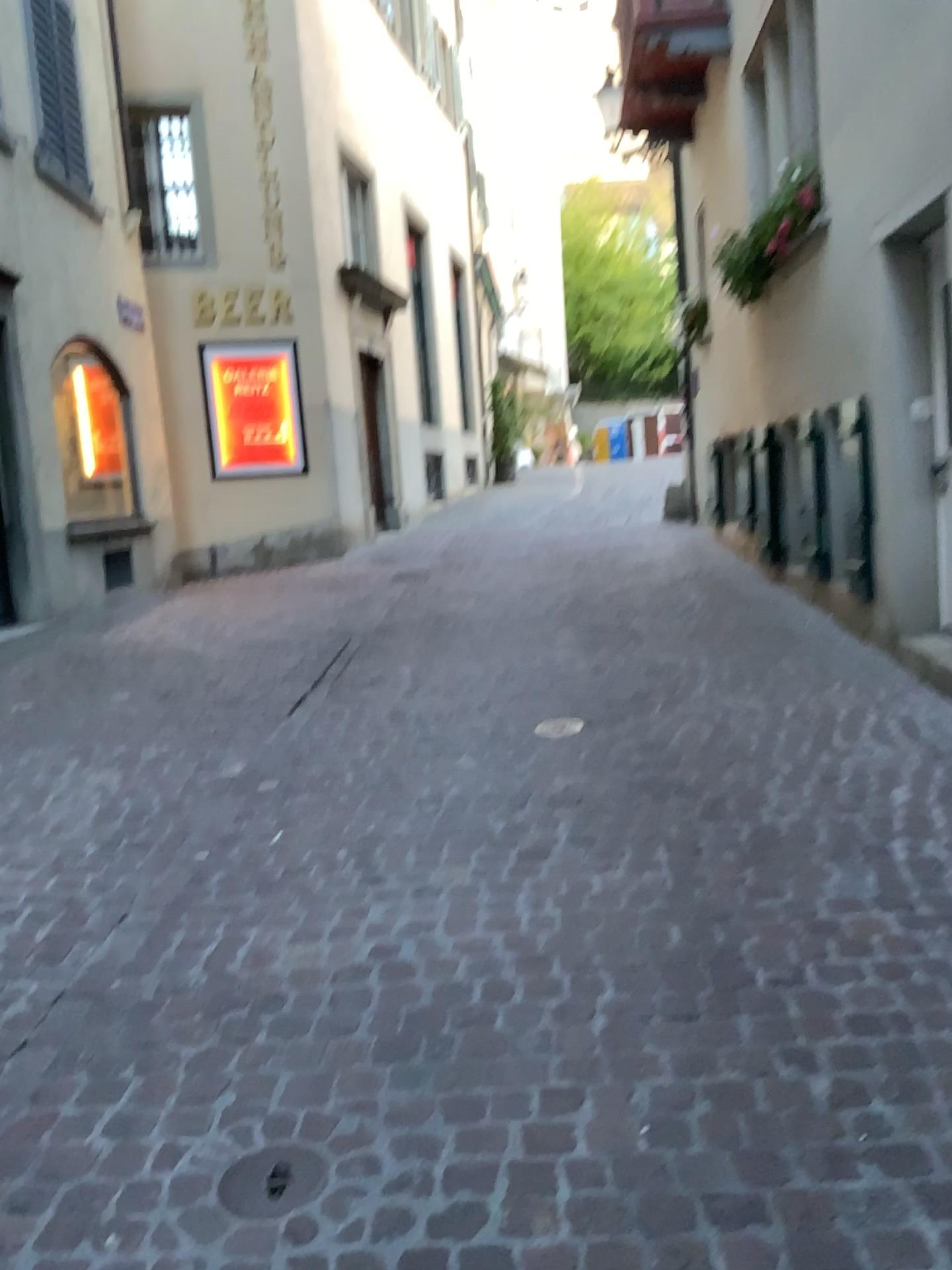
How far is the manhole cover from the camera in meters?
1.8

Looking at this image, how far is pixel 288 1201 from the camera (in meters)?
1.83

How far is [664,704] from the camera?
4.5m
